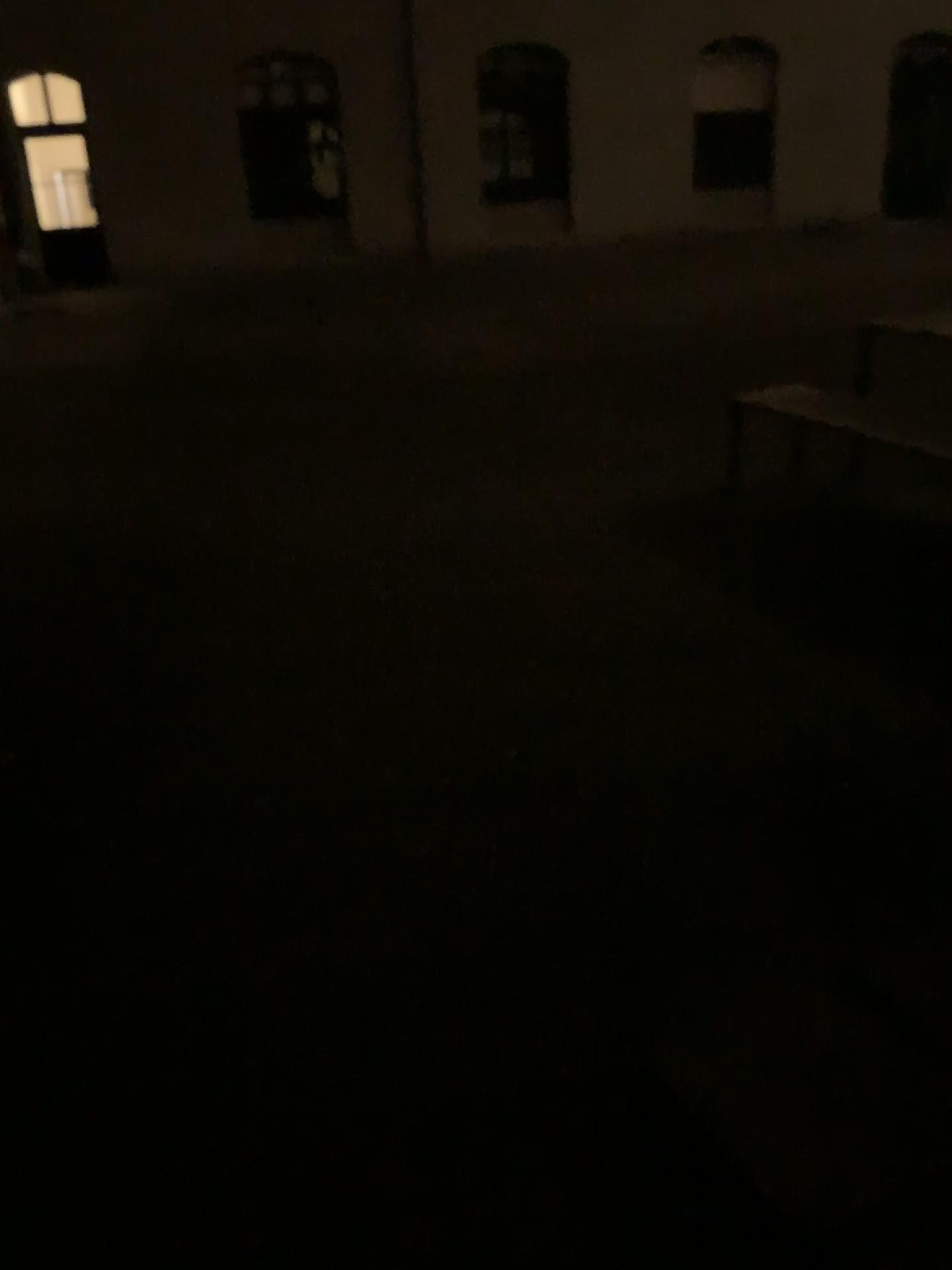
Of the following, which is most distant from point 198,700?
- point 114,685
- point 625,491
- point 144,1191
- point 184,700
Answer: point 625,491
